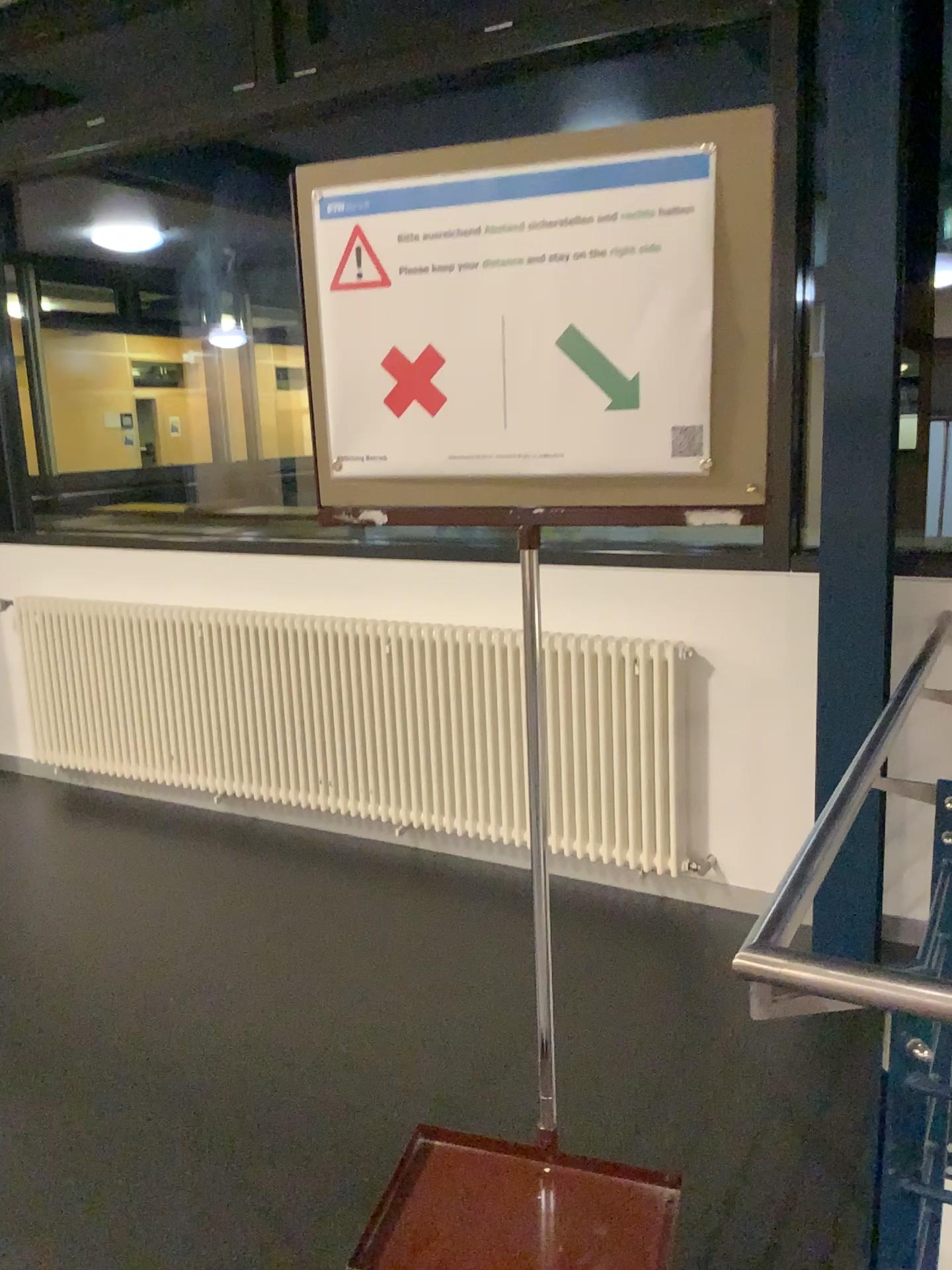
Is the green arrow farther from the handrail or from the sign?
the handrail

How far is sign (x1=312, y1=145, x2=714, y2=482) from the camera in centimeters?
102cm

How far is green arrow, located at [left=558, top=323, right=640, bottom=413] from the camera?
1.0 meters

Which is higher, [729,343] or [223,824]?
[729,343]

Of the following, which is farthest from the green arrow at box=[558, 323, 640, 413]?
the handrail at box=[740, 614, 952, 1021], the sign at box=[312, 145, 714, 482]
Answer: the handrail at box=[740, 614, 952, 1021]

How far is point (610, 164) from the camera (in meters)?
1.02

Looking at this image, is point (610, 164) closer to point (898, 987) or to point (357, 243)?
point (357, 243)

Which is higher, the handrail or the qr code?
the qr code

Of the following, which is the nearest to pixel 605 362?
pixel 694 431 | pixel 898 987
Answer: pixel 694 431

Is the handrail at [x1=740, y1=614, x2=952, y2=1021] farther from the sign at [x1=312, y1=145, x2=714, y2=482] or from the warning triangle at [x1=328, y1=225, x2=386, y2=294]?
the warning triangle at [x1=328, y1=225, x2=386, y2=294]
